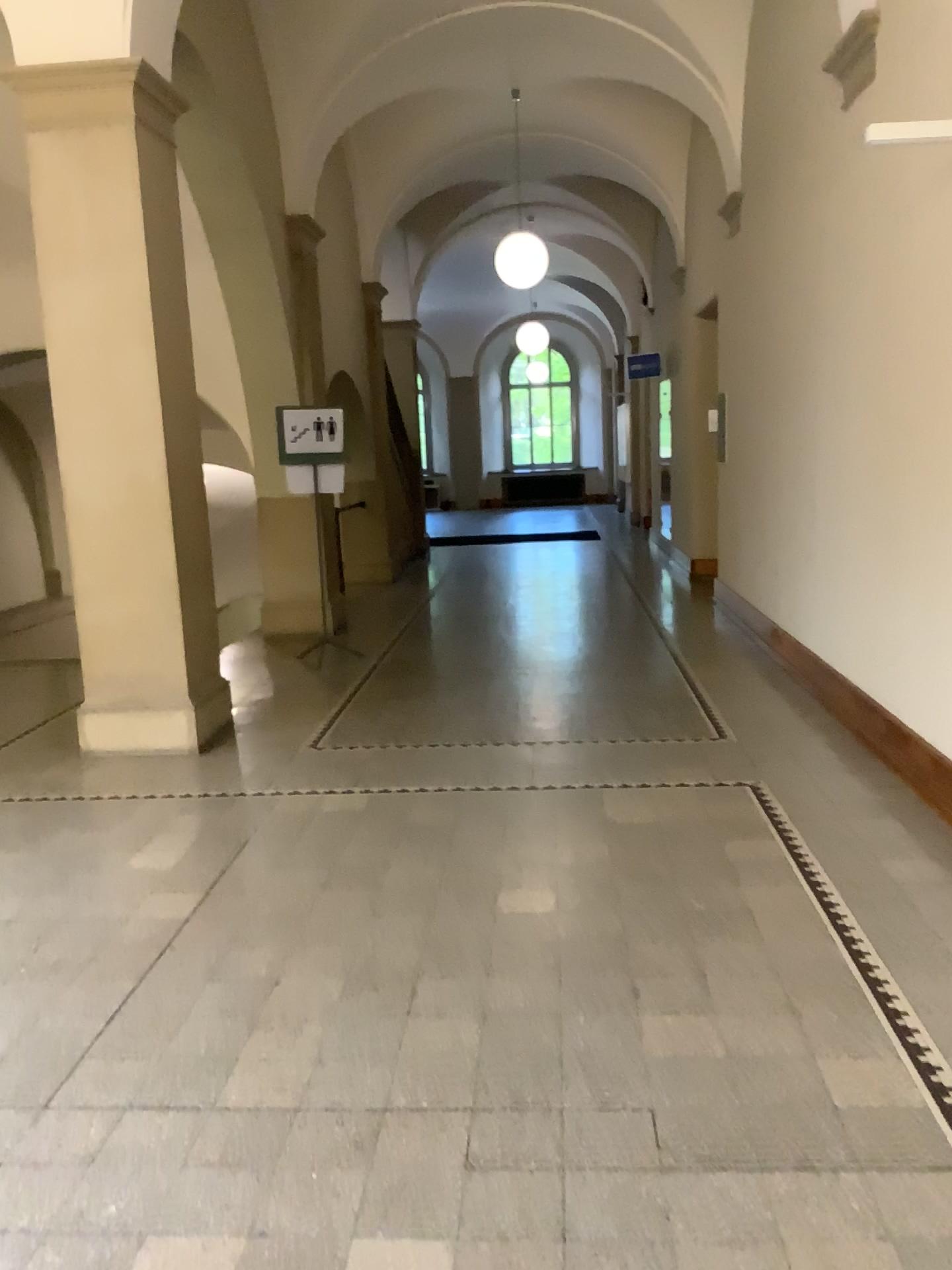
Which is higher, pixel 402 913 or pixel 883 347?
pixel 883 347
